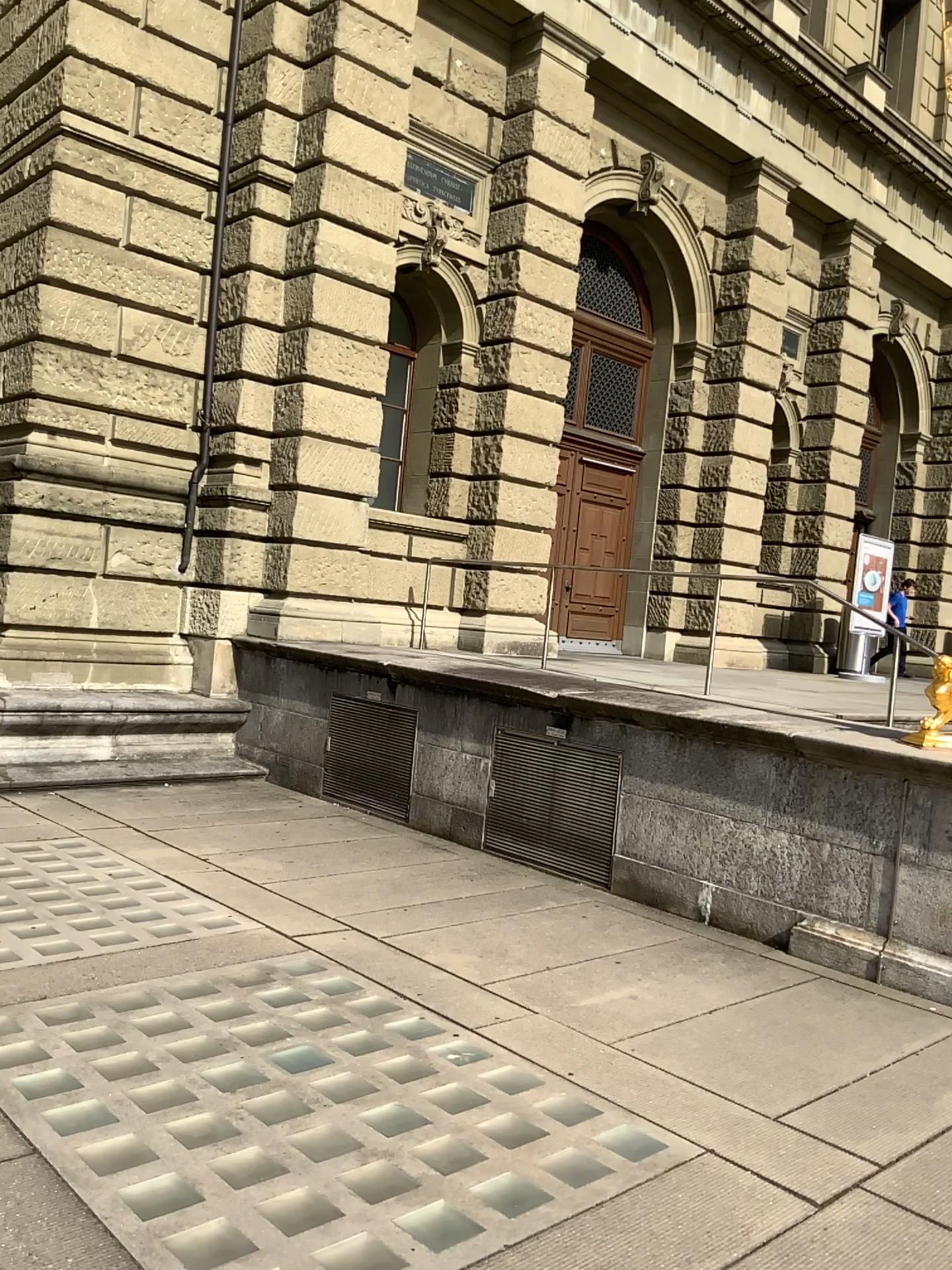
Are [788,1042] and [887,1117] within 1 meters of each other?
yes
